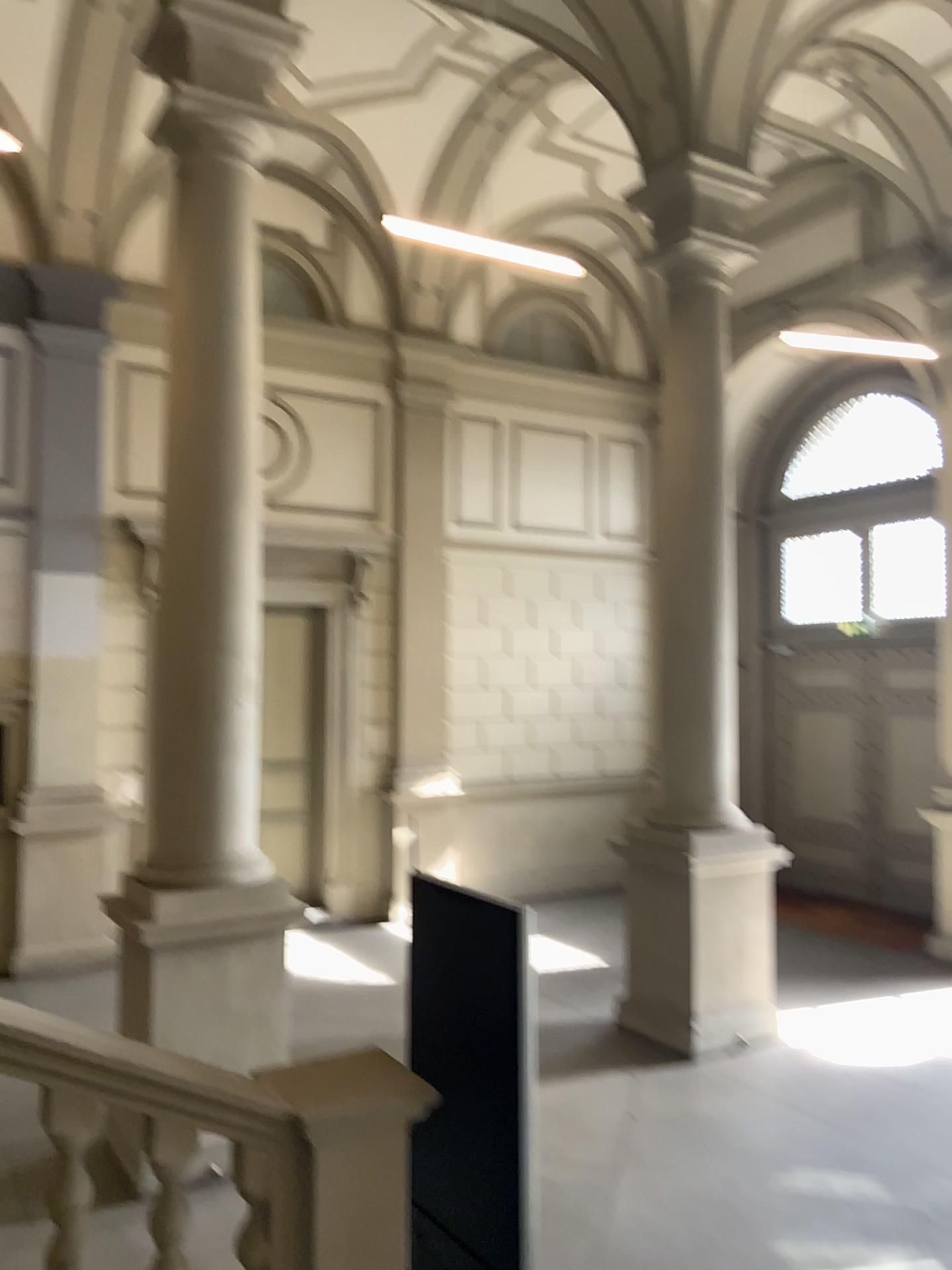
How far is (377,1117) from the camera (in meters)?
3.10
